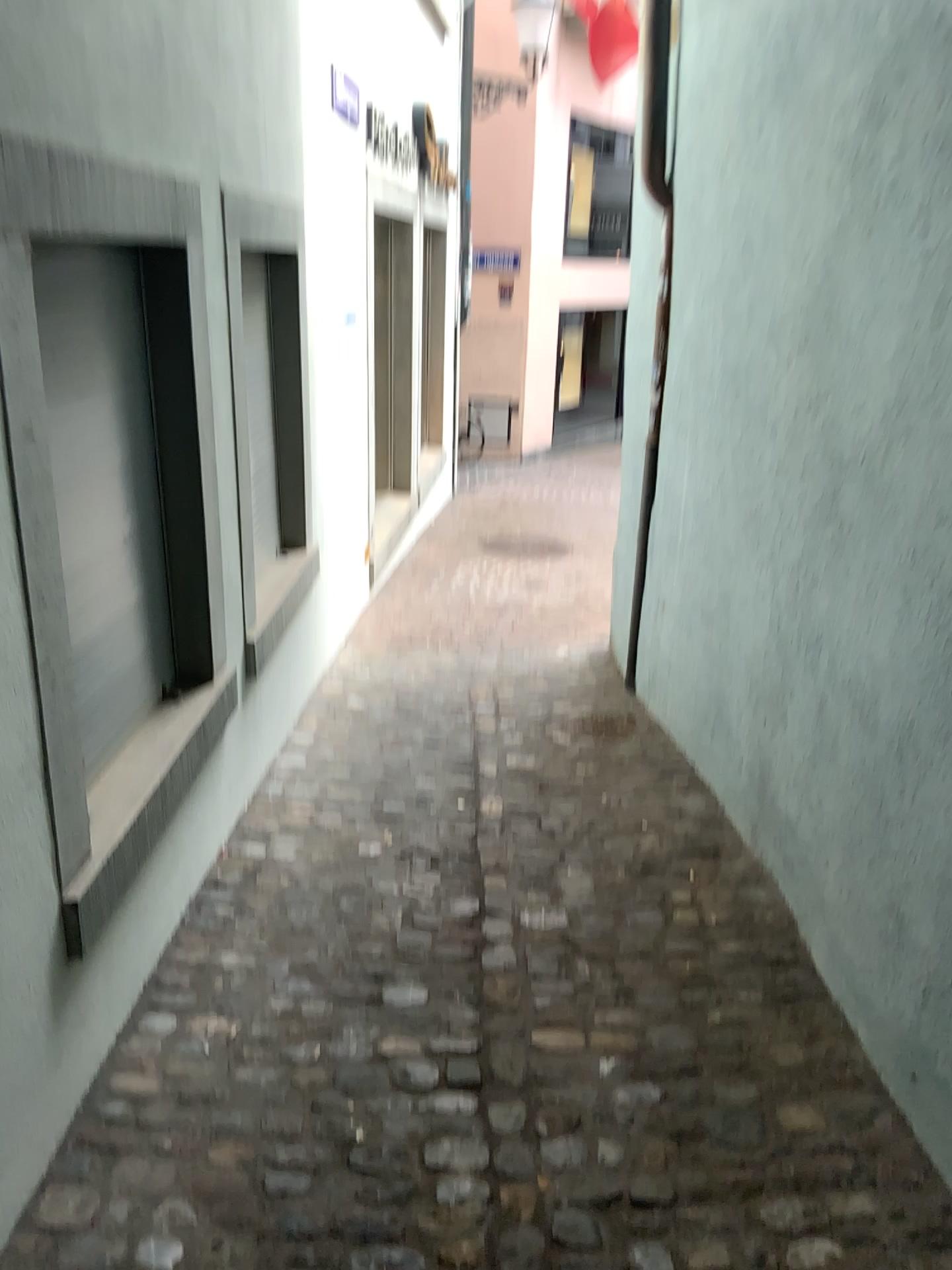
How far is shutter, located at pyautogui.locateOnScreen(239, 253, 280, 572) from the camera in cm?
365

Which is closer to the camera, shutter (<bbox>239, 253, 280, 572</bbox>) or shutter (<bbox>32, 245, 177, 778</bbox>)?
shutter (<bbox>32, 245, 177, 778</bbox>)

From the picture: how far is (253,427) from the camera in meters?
3.7

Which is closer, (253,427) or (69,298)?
(69,298)

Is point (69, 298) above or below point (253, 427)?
above

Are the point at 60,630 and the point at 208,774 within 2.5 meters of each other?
yes
